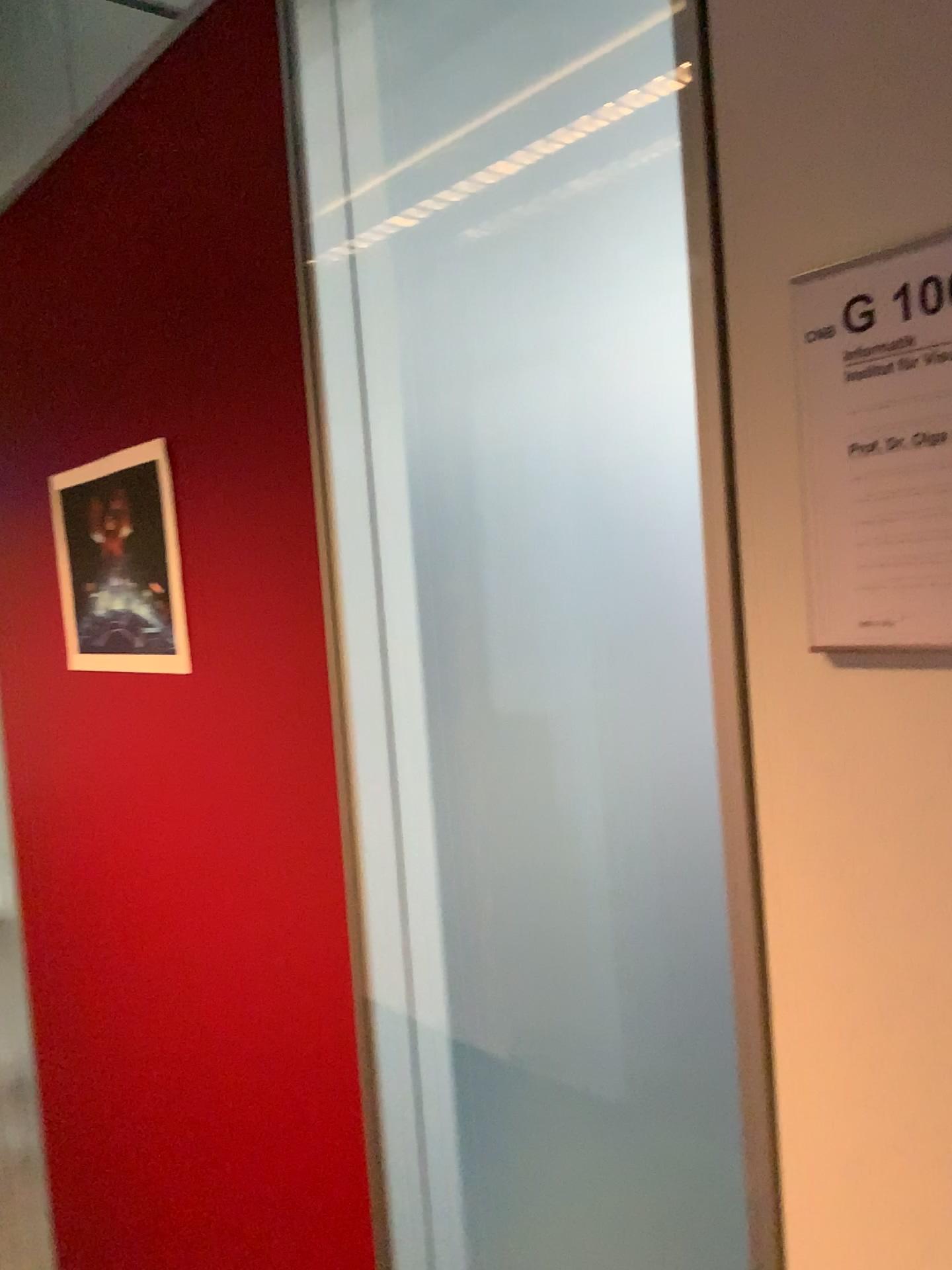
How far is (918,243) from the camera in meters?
0.5

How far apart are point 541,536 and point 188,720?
0.5m

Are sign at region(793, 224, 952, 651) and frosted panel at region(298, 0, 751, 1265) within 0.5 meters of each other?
yes

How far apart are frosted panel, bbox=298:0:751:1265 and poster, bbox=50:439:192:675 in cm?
42

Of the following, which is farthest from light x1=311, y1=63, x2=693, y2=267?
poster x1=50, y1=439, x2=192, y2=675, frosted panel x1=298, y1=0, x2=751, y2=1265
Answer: poster x1=50, y1=439, x2=192, y2=675

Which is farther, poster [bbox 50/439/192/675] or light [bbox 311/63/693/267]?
poster [bbox 50/439/192/675]

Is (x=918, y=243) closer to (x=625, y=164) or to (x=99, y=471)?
(x=625, y=164)

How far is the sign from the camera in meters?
0.5

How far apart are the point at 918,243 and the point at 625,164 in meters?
0.3

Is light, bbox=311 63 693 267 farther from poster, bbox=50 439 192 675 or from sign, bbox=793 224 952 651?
poster, bbox=50 439 192 675
